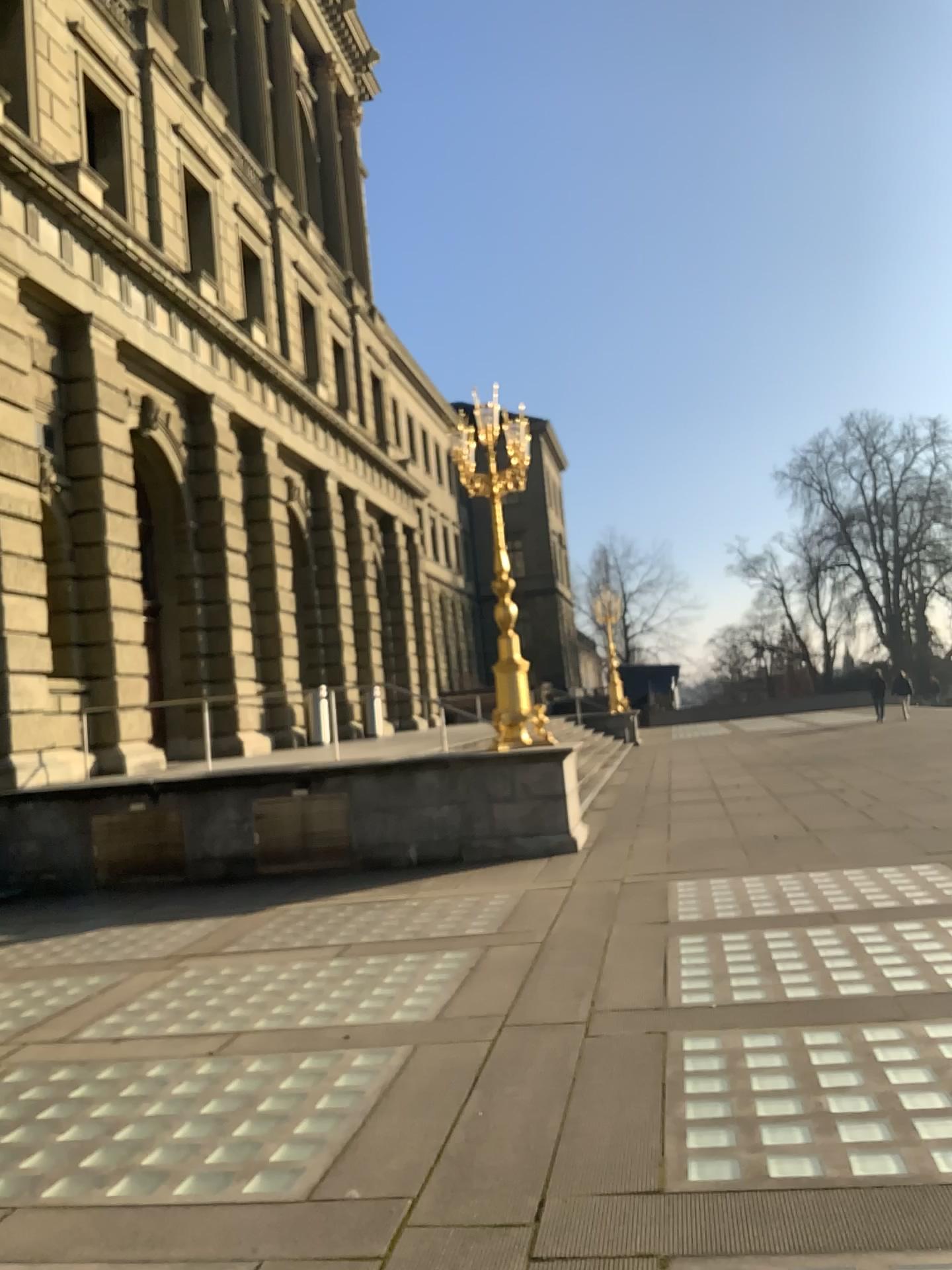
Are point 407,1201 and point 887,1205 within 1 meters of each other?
no
